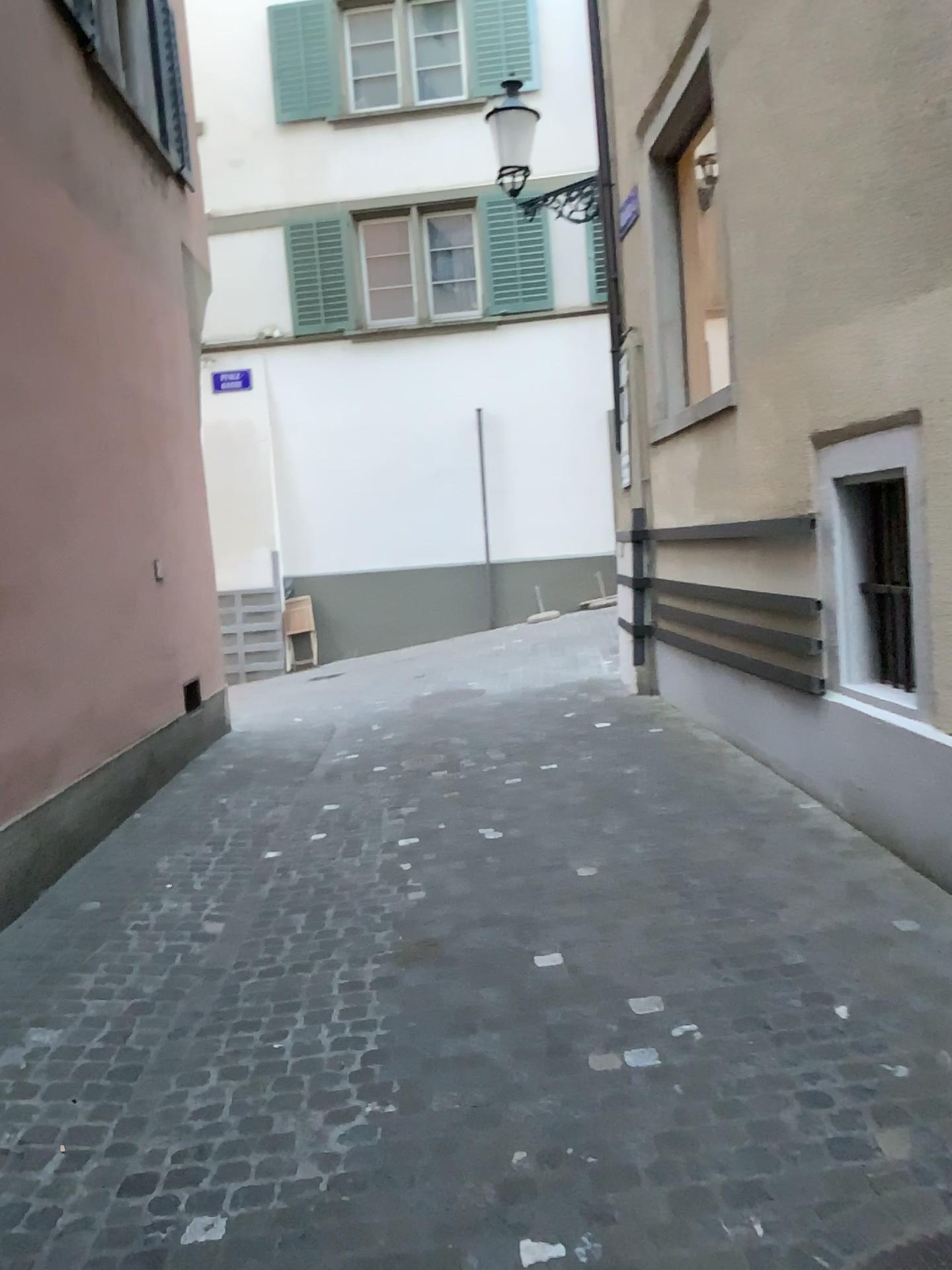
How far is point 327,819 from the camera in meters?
5.5
